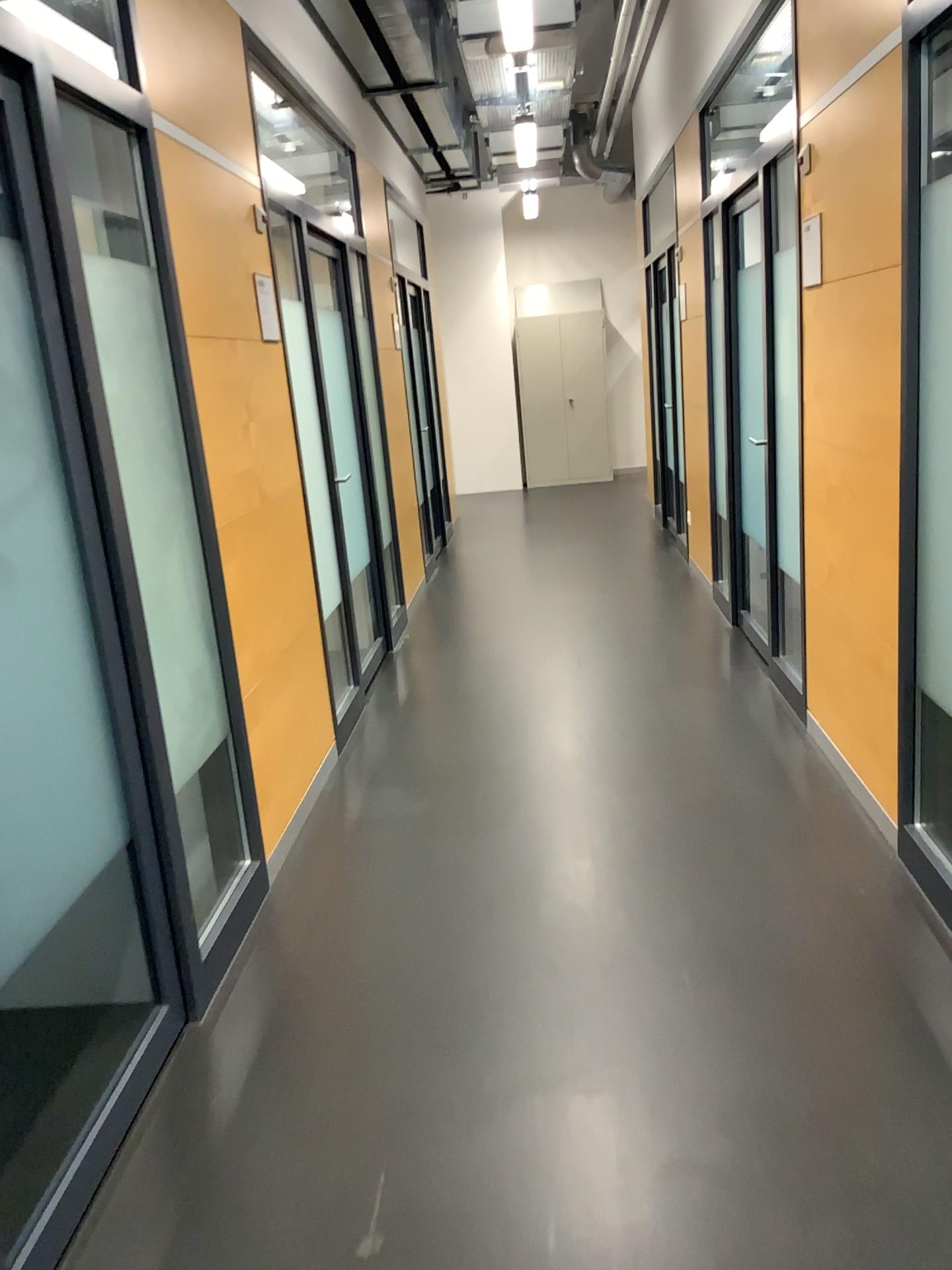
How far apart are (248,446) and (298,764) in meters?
1.0
